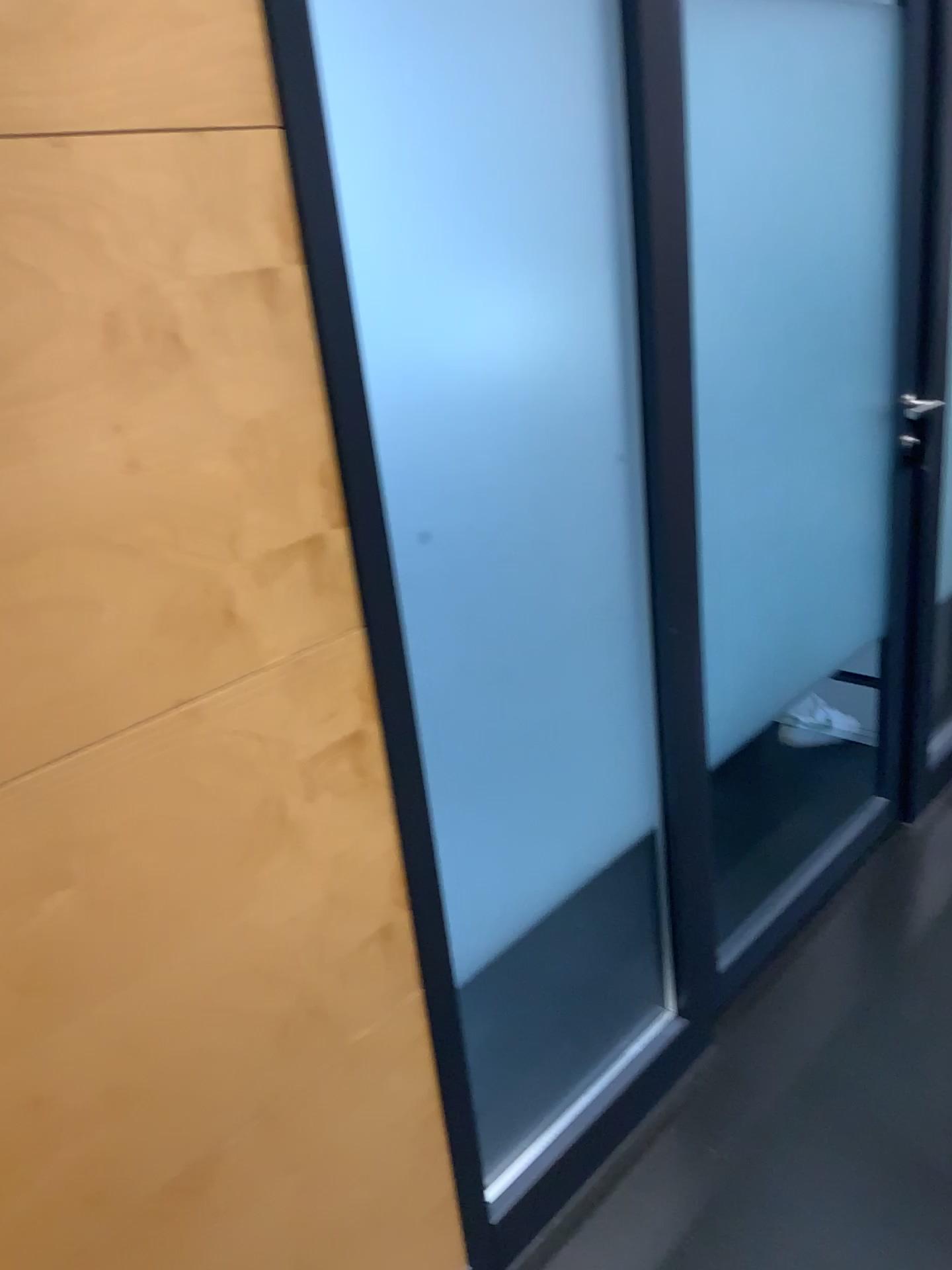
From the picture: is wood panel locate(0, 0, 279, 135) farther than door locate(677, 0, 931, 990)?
No

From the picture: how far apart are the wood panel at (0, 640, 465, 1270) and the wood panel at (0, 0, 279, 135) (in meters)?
0.51

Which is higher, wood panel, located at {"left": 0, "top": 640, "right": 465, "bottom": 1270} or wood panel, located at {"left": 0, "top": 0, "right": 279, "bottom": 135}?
wood panel, located at {"left": 0, "top": 0, "right": 279, "bottom": 135}

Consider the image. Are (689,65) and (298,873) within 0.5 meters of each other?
no

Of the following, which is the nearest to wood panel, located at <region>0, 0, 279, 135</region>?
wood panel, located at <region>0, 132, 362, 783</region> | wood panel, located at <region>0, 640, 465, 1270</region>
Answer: wood panel, located at <region>0, 132, 362, 783</region>

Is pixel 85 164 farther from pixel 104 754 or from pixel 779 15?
pixel 779 15

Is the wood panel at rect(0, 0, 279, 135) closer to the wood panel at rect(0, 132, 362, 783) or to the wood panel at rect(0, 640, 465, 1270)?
the wood panel at rect(0, 132, 362, 783)

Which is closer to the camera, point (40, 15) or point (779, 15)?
point (40, 15)

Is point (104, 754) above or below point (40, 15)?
below

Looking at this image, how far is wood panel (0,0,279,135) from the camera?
0.8m
